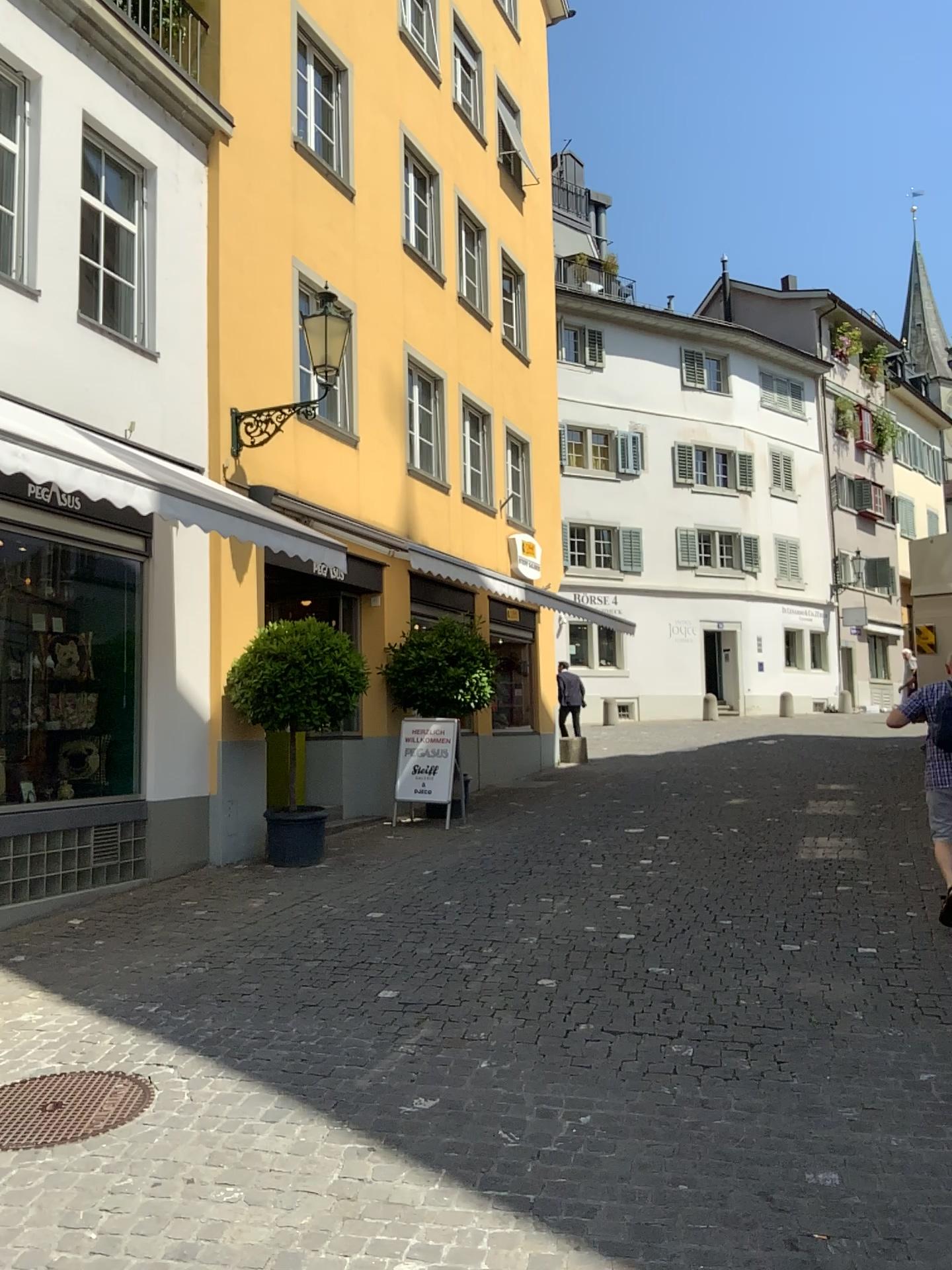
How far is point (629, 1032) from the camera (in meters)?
4.59
